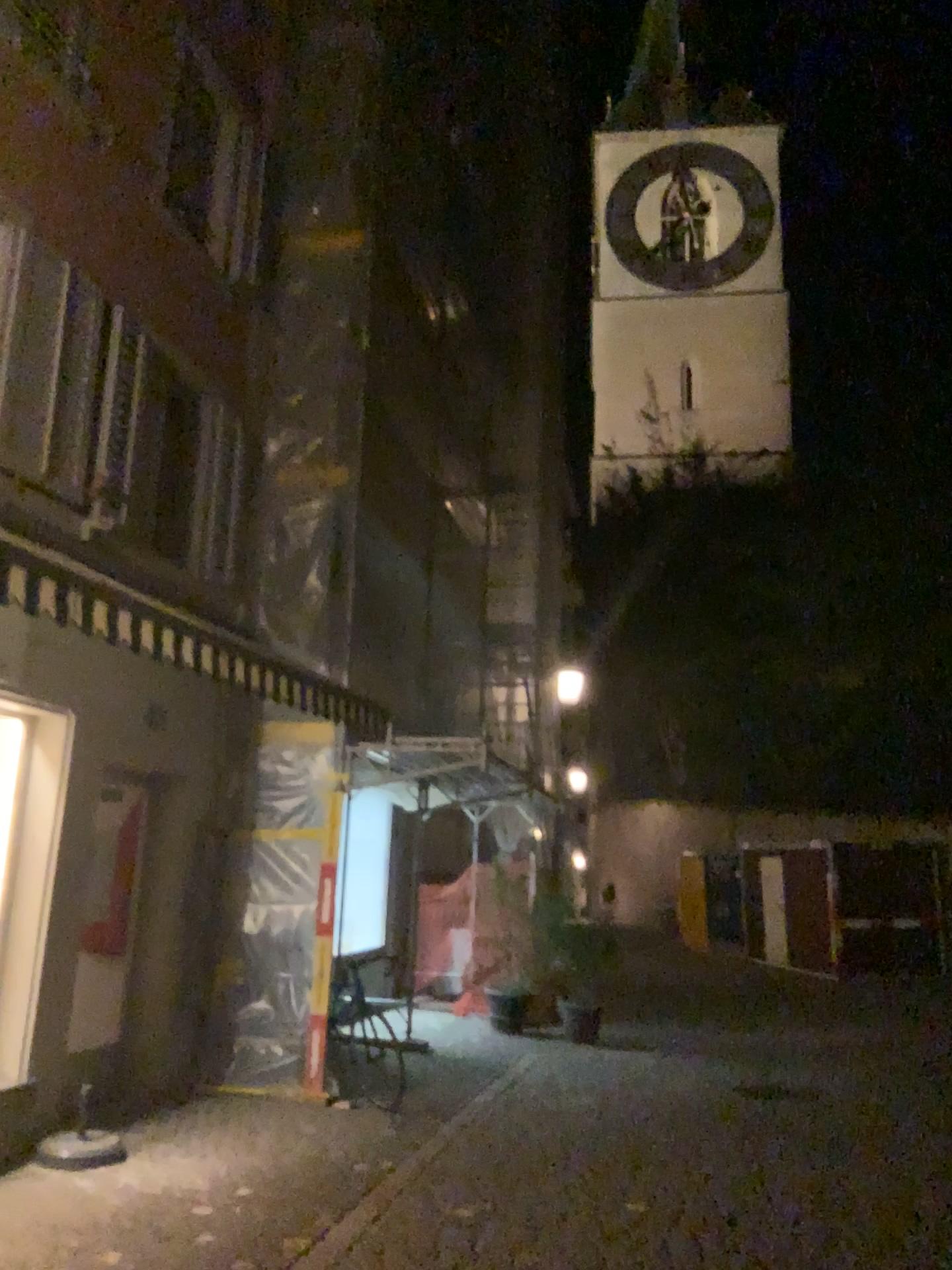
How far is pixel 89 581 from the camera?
4.23m
